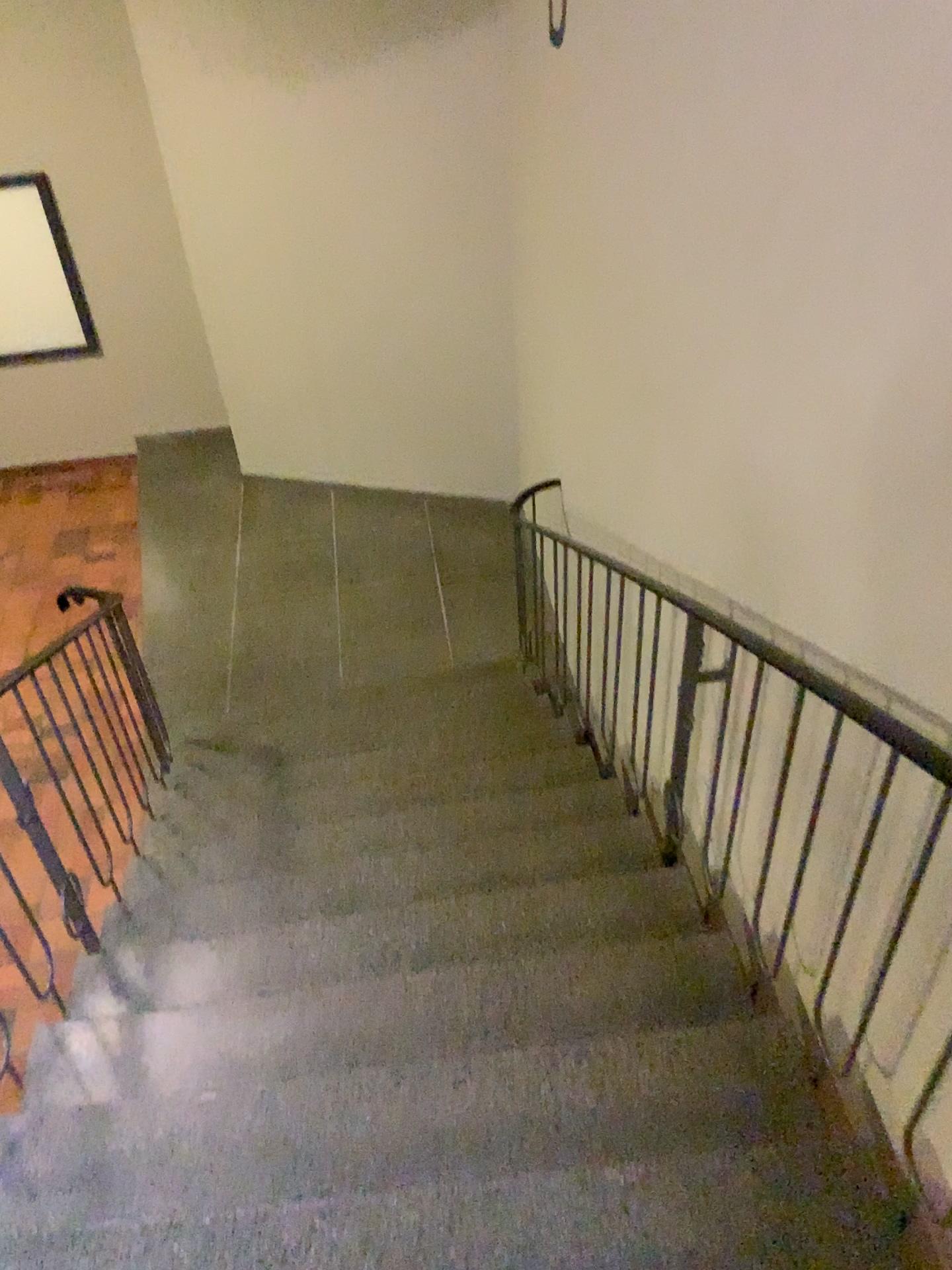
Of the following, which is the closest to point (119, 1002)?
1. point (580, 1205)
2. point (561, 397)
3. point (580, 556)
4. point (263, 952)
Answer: point (263, 952)
